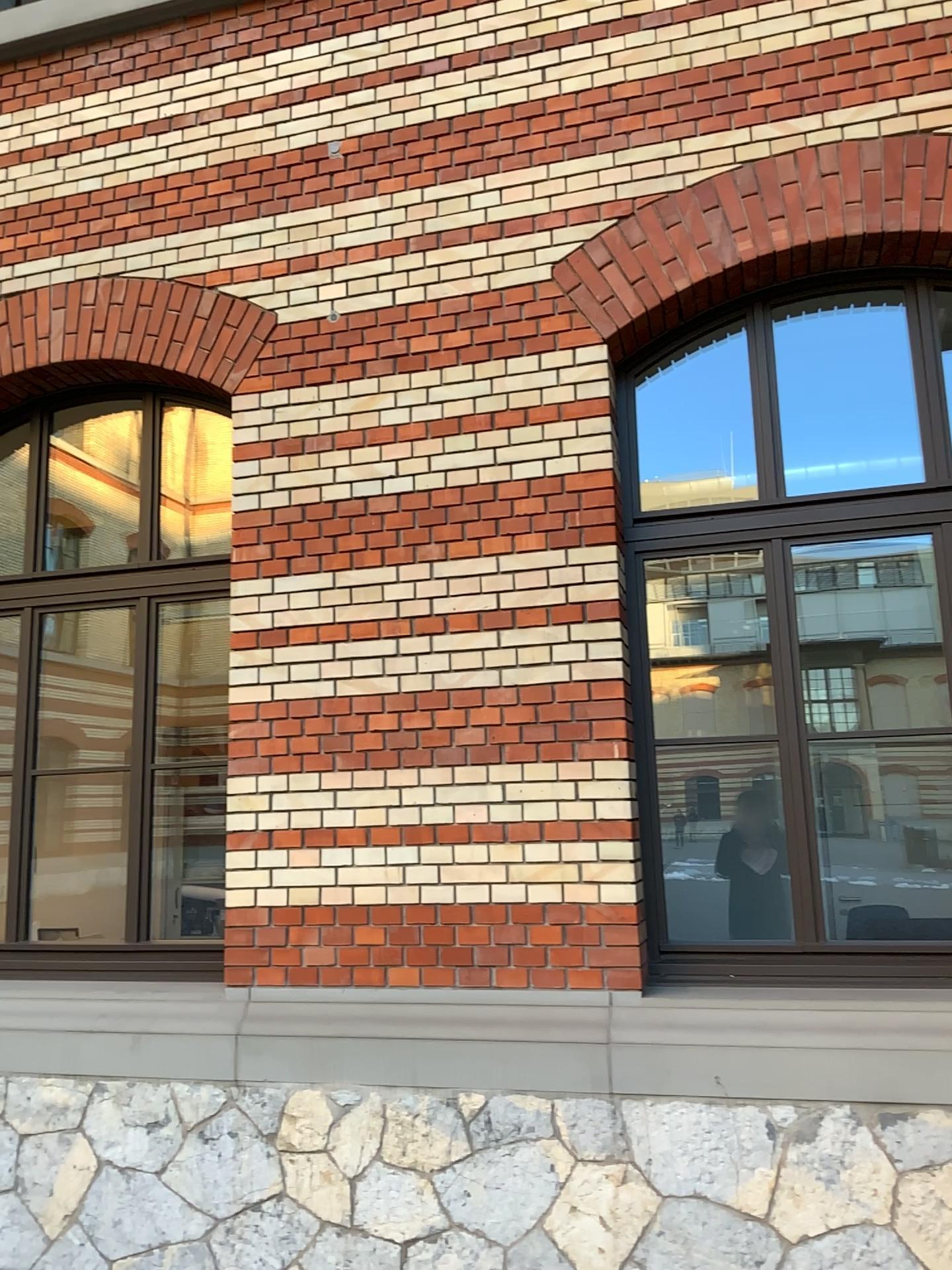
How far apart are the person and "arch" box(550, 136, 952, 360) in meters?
1.8 m

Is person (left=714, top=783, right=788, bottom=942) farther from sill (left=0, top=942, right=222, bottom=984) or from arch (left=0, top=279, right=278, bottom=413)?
arch (left=0, top=279, right=278, bottom=413)

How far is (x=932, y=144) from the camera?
3.79m

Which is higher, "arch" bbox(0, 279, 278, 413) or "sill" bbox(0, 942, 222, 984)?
"arch" bbox(0, 279, 278, 413)

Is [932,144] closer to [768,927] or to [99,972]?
[768,927]

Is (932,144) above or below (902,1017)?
above

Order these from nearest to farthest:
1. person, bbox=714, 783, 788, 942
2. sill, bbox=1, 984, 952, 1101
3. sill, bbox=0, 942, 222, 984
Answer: sill, bbox=1, 984, 952, 1101
person, bbox=714, 783, 788, 942
sill, bbox=0, 942, 222, 984

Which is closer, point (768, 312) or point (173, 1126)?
point (173, 1126)

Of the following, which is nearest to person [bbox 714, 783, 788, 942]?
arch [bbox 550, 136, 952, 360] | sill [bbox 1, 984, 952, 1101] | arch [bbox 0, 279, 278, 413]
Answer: sill [bbox 1, 984, 952, 1101]

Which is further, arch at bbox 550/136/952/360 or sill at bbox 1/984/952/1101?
arch at bbox 550/136/952/360
